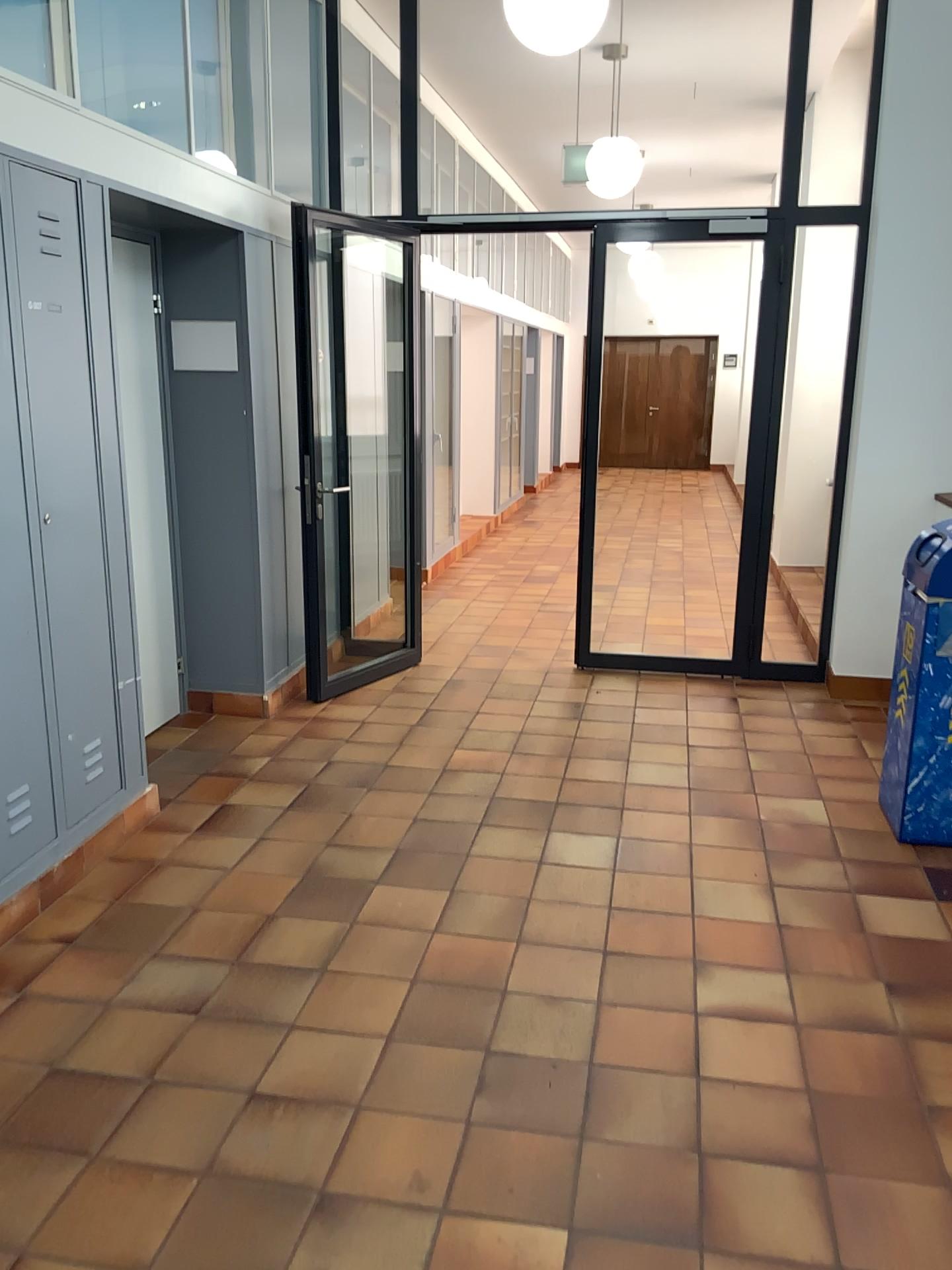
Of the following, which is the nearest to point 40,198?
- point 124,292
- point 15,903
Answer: point 124,292

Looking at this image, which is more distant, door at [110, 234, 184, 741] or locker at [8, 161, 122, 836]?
door at [110, 234, 184, 741]

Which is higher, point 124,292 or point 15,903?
point 124,292

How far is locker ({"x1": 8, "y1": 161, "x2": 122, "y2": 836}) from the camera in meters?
3.0

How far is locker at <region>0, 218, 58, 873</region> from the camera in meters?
3.0

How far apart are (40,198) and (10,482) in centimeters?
81cm

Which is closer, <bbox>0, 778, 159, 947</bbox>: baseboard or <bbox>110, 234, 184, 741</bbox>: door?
<bbox>0, 778, 159, 947</bbox>: baseboard

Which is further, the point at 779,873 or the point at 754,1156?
the point at 779,873

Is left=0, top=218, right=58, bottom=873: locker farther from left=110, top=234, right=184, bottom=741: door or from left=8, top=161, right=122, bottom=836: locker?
left=110, top=234, right=184, bottom=741: door

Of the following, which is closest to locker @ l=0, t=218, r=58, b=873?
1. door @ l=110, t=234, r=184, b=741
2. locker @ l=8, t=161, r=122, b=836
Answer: locker @ l=8, t=161, r=122, b=836
